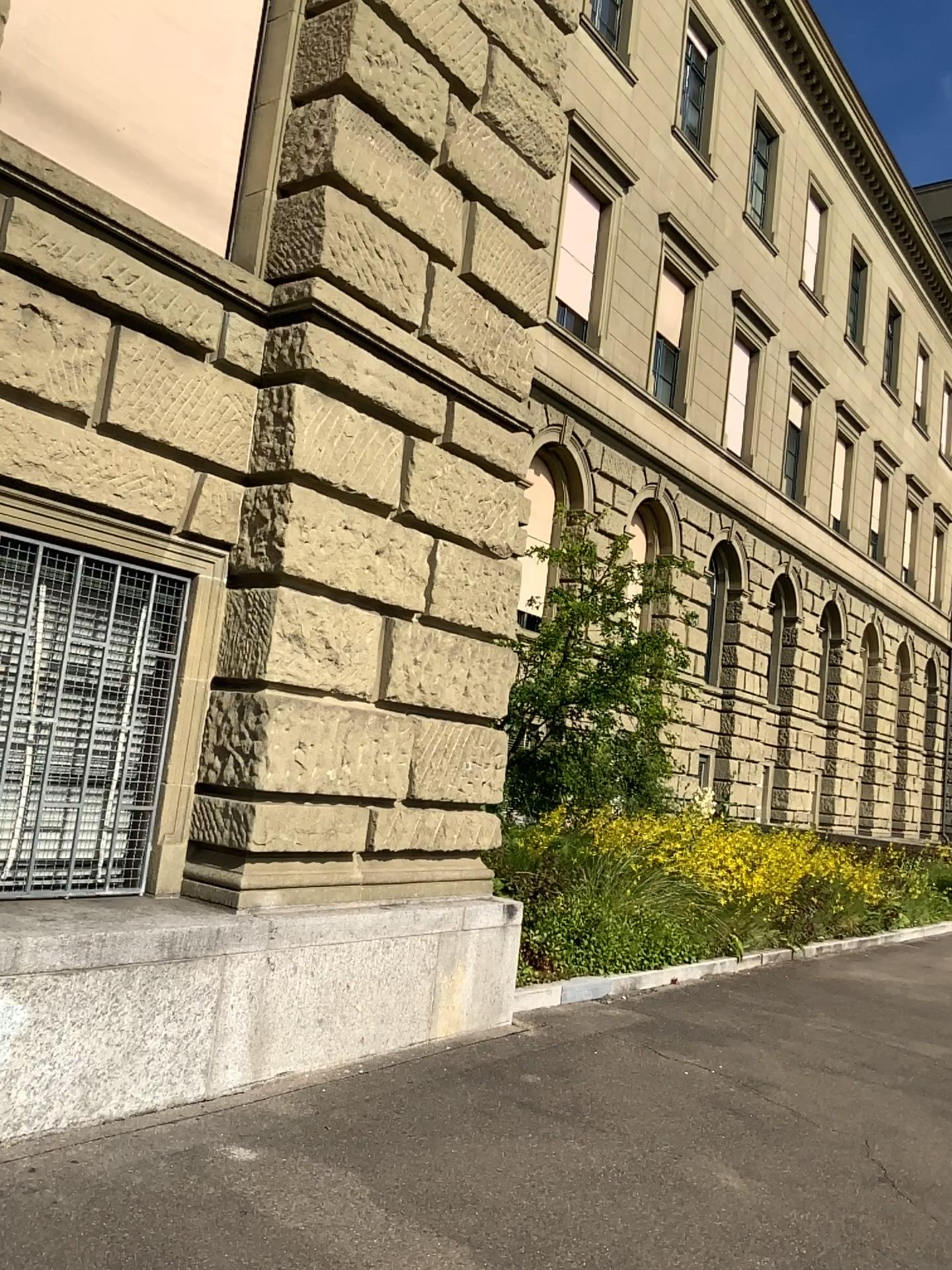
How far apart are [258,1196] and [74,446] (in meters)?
3.01
